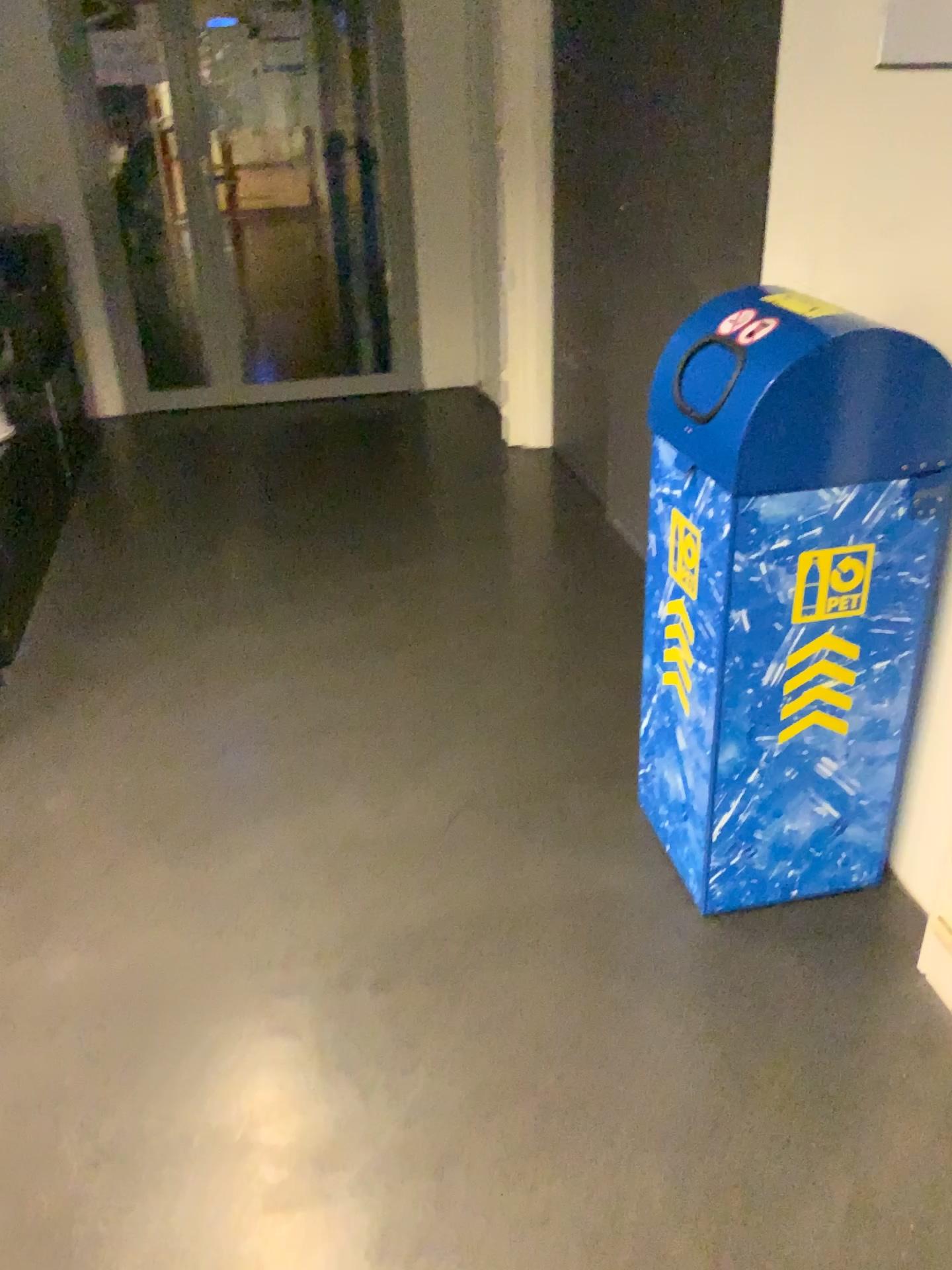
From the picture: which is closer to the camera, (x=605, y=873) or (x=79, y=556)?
(x=605, y=873)

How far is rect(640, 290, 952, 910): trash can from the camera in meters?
1.6

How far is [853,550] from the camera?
1.69m

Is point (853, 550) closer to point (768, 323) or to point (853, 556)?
point (853, 556)

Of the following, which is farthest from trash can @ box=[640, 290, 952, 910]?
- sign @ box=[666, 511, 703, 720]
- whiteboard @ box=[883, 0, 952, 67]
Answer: whiteboard @ box=[883, 0, 952, 67]

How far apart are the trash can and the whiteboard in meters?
0.4

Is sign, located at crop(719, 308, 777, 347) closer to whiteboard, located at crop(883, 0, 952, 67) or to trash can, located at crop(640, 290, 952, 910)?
trash can, located at crop(640, 290, 952, 910)

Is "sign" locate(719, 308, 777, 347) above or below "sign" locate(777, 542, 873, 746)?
above

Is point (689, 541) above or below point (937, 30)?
below

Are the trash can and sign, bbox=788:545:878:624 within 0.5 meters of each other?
yes
